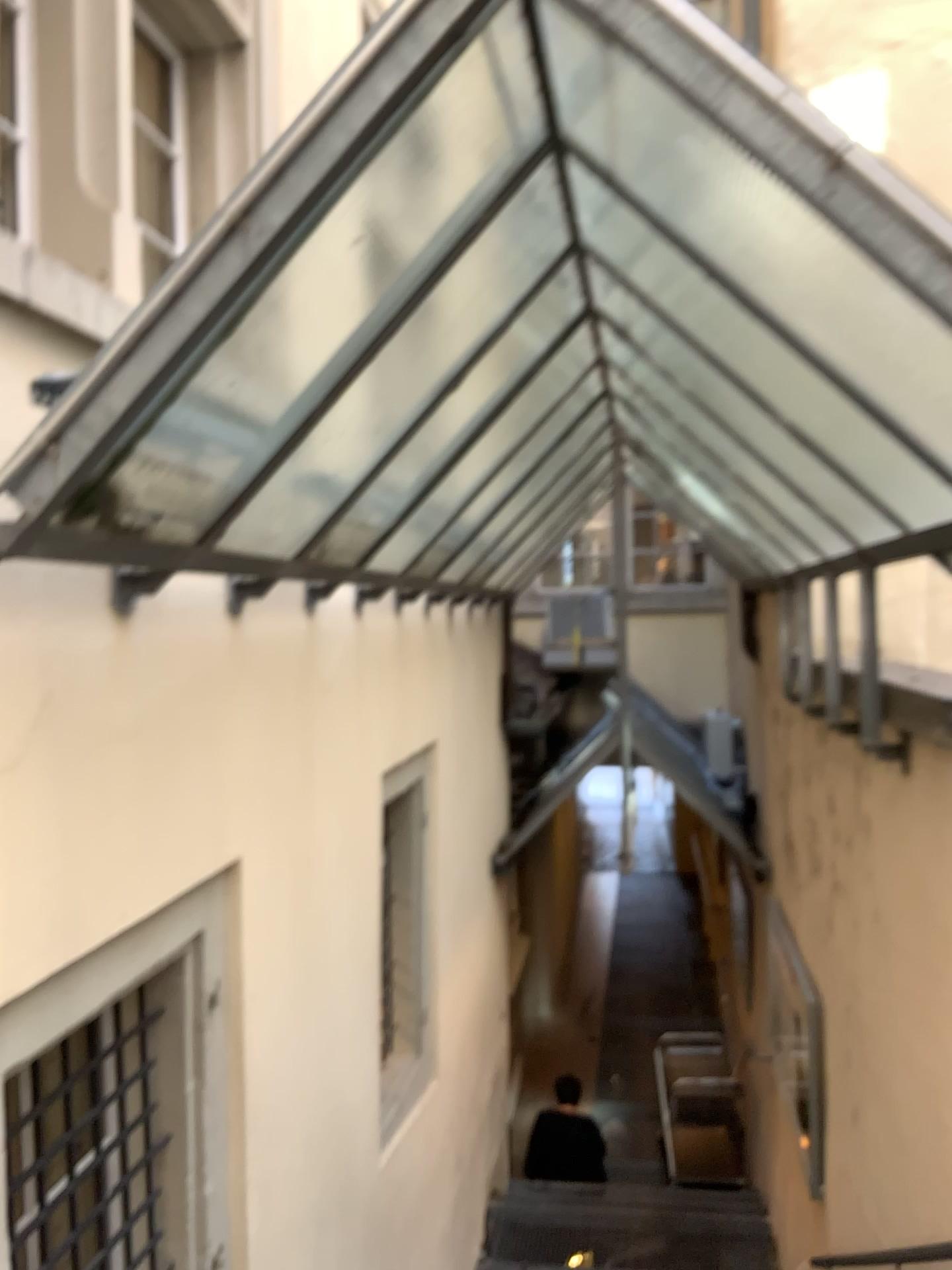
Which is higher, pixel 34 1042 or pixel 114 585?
pixel 114 585

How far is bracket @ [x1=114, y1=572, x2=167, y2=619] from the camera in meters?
2.2 m

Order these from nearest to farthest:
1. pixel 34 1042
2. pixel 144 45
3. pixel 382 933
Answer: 1. pixel 34 1042
2. pixel 144 45
3. pixel 382 933

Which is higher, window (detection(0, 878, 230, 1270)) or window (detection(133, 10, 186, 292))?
window (detection(133, 10, 186, 292))

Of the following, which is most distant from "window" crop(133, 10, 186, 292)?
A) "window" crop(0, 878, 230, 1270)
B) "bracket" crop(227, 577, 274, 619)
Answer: "window" crop(0, 878, 230, 1270)

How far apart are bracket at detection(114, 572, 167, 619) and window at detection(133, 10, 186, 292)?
1.07m

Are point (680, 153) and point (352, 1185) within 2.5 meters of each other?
no

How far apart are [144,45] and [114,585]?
1.7 meters

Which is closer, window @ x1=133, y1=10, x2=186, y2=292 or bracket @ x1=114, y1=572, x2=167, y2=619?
bracket @ x1=114, y1=572, x2=167, y2=619

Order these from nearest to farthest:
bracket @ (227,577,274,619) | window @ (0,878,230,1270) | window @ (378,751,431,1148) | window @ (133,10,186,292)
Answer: window @ (0,878,230,1270)
bracket @ (227,577,274,619)
window @ (133,10,186,292)
window @ (378,751,431,1148)
